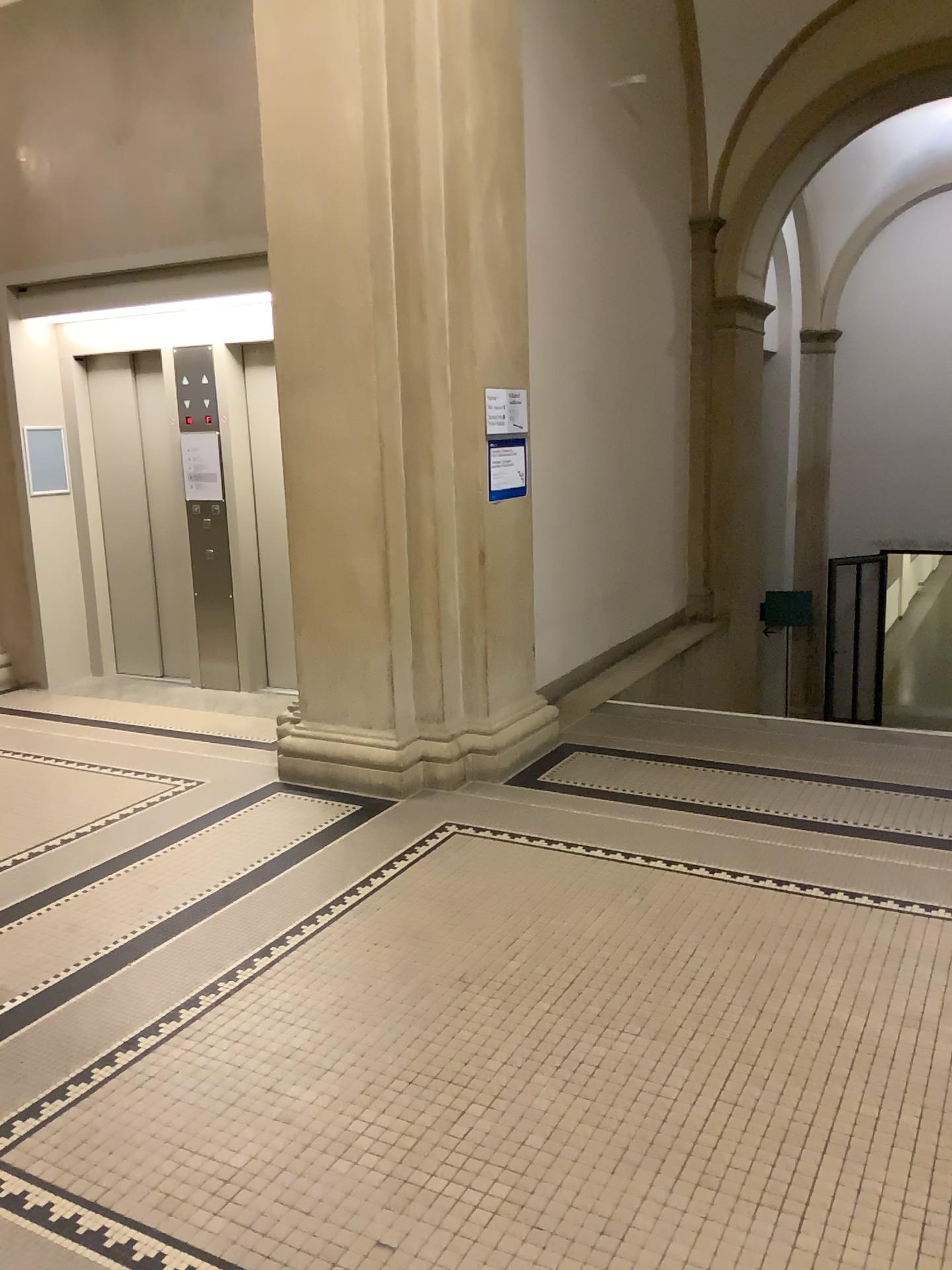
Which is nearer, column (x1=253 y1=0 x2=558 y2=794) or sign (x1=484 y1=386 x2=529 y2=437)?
column (x1=253 y1=0 x2=558 y2=794)

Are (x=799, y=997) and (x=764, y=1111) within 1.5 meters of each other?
yes

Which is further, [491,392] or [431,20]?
[491,392]

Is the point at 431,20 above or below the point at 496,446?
above

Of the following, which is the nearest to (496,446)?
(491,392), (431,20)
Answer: (491,392)

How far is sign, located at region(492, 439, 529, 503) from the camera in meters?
4.9 m

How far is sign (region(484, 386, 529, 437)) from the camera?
4.9 meters

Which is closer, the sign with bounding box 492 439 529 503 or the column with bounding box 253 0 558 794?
the column with bounding box 253 0 558 794
